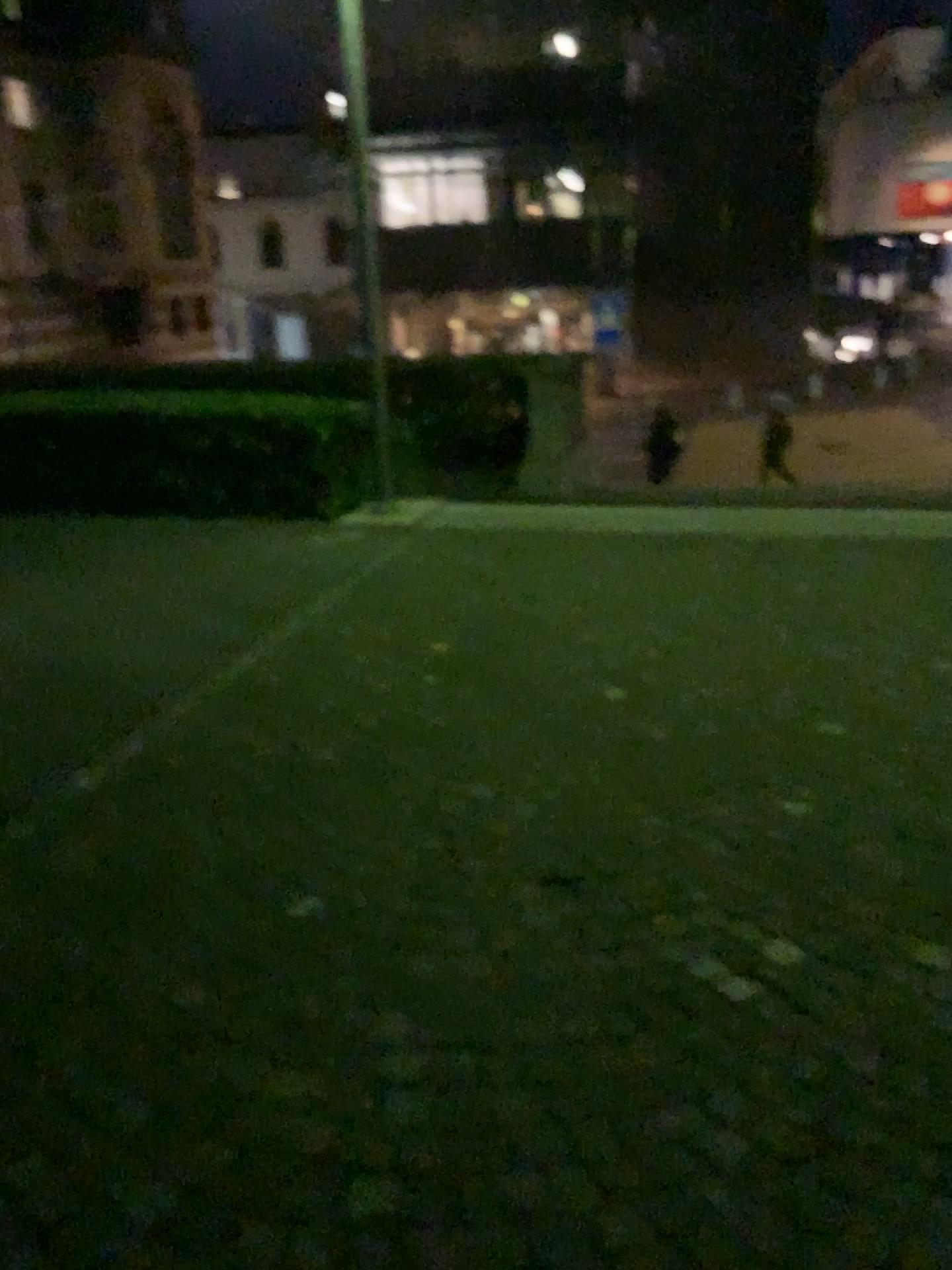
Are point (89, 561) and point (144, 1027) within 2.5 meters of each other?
no
